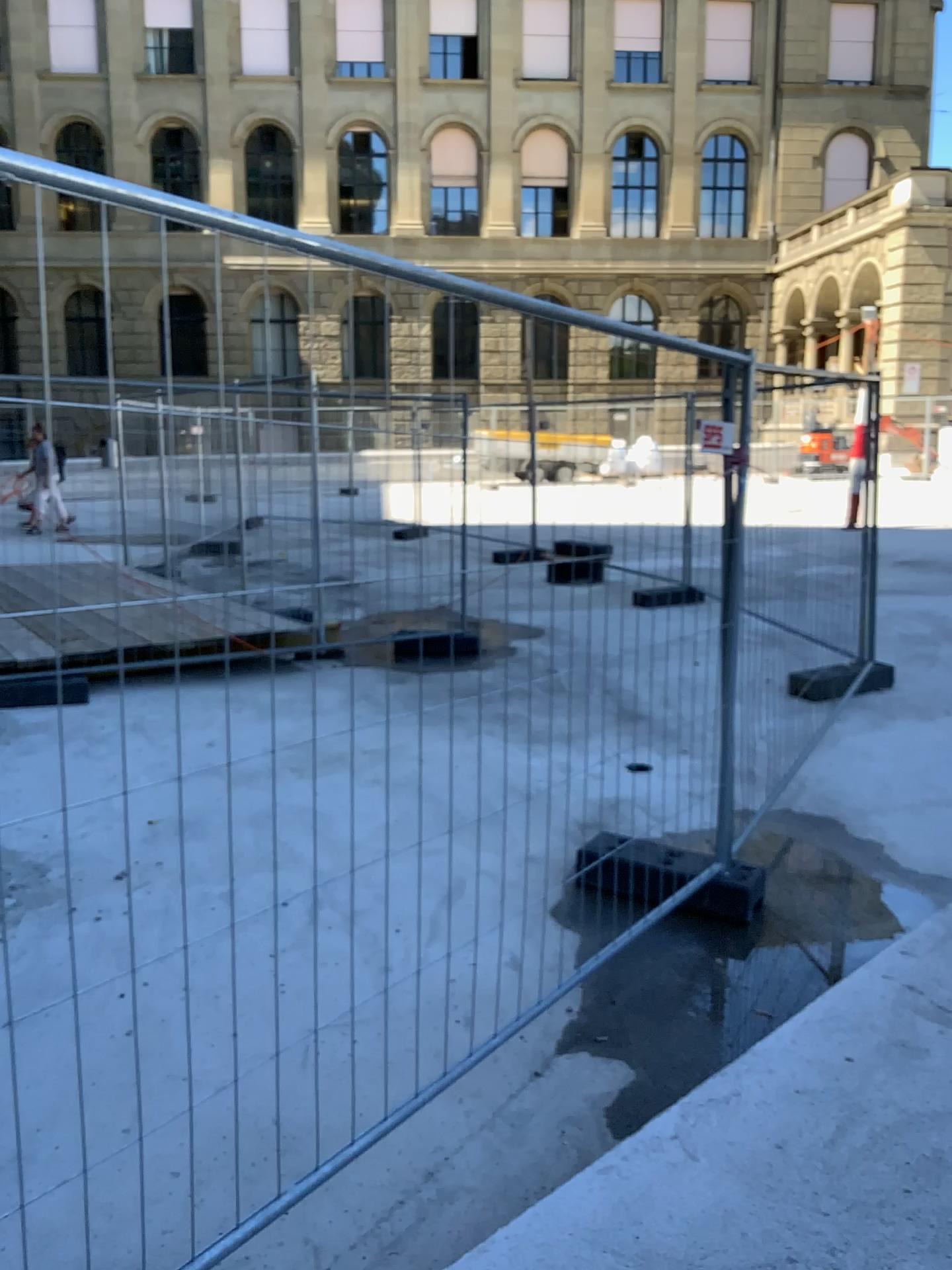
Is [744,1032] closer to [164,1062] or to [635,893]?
[635,893]
